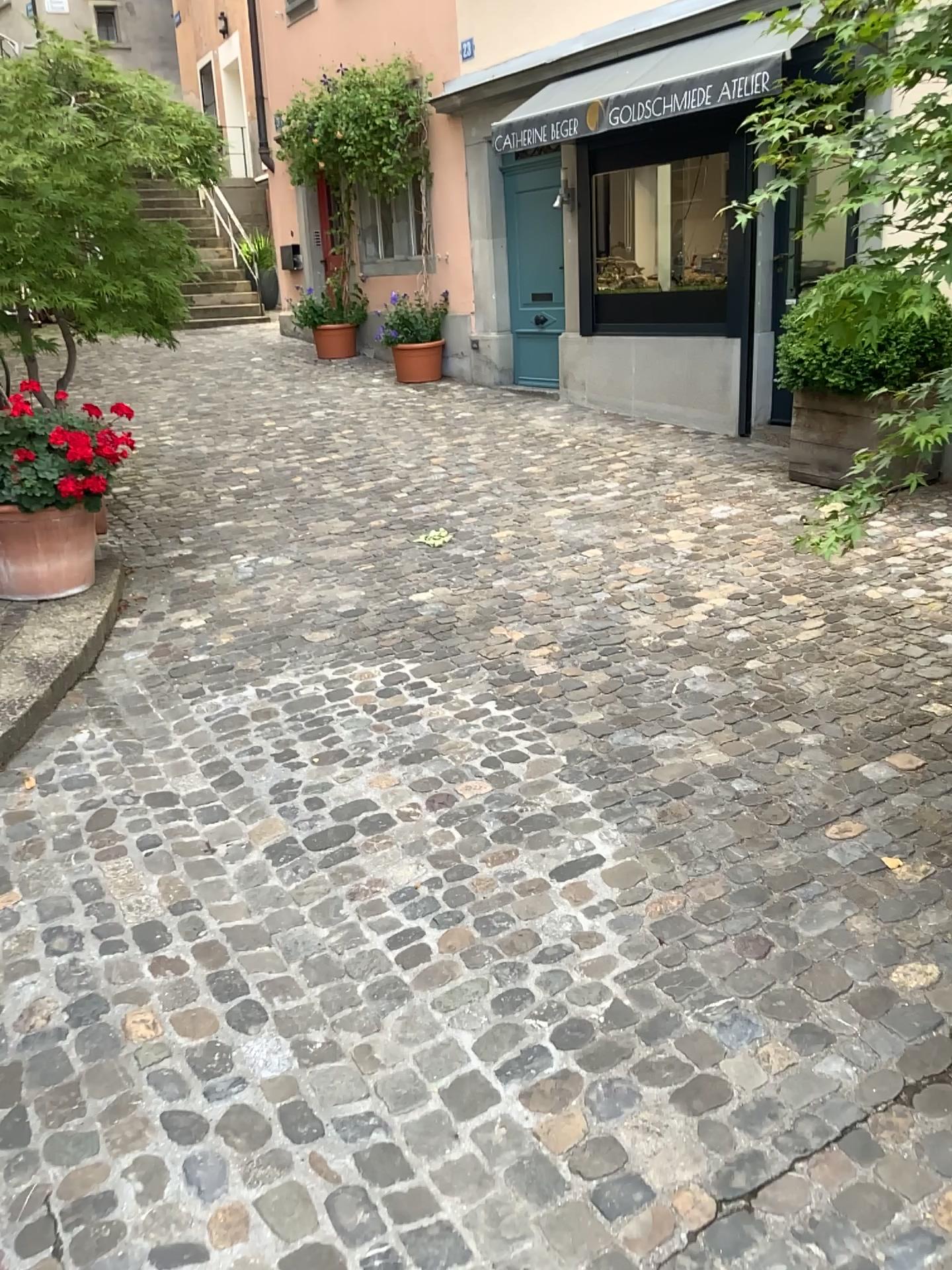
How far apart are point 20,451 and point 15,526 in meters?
0.3

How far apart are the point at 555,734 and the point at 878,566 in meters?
2.2 m

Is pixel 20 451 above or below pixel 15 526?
above

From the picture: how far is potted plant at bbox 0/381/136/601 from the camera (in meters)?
4.27

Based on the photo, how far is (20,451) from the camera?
4.3m

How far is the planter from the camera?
4.4m
